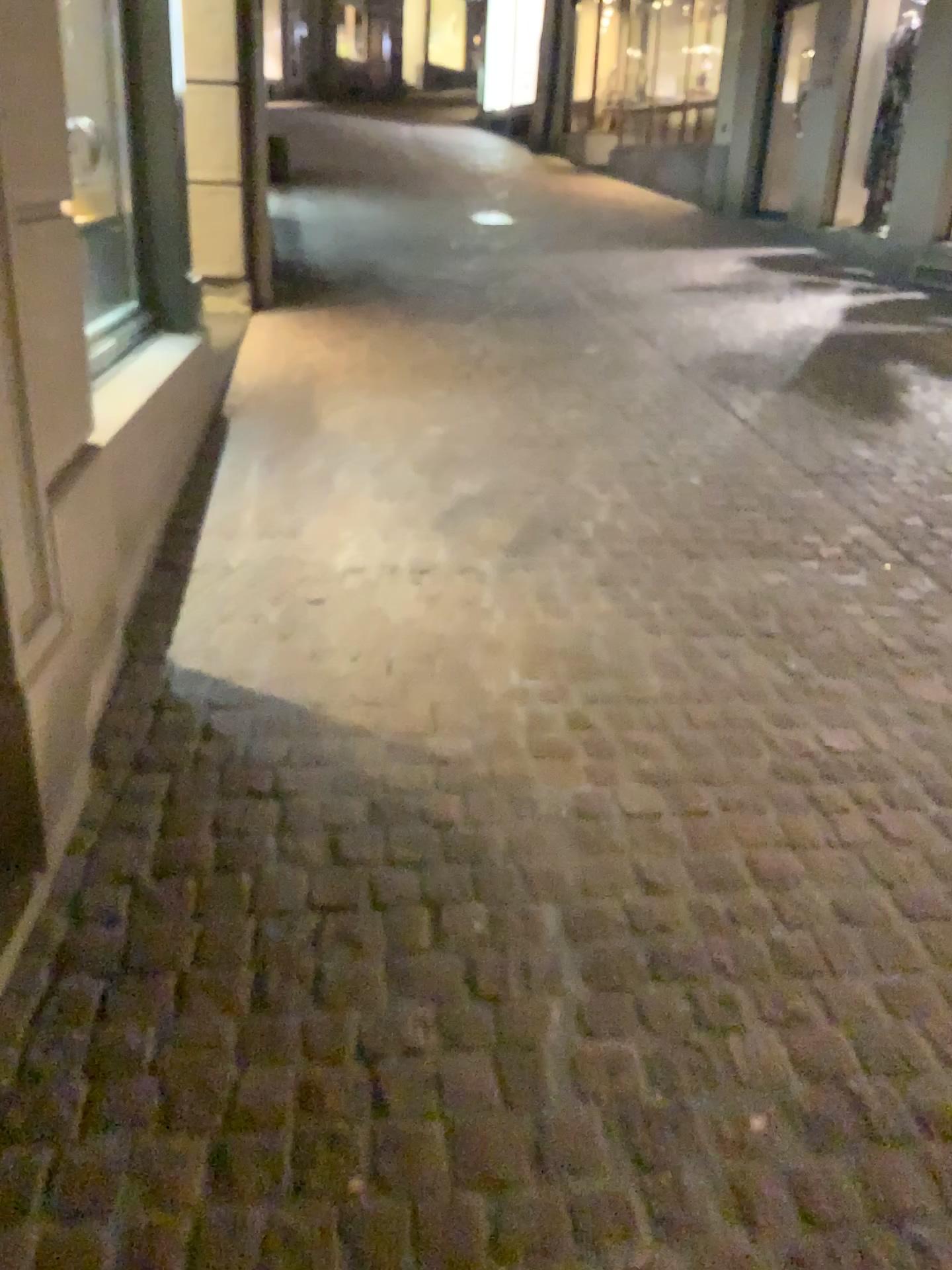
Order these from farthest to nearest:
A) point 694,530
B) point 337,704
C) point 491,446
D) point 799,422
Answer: point 799,422, point 491,446, point 694,530, point 337,704
